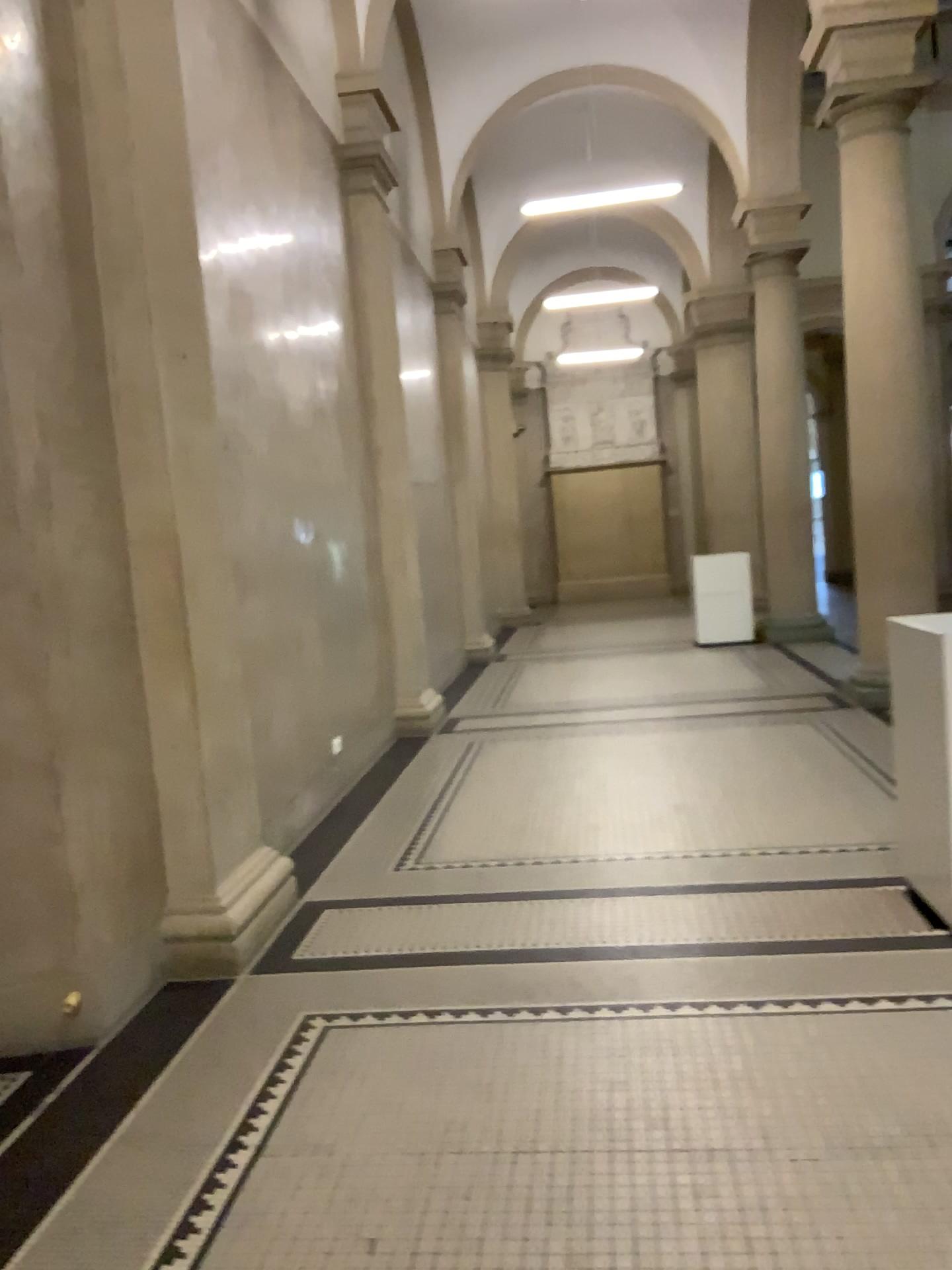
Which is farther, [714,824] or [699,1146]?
[714,824]

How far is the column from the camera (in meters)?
3.62

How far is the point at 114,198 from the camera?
3.6 meters
